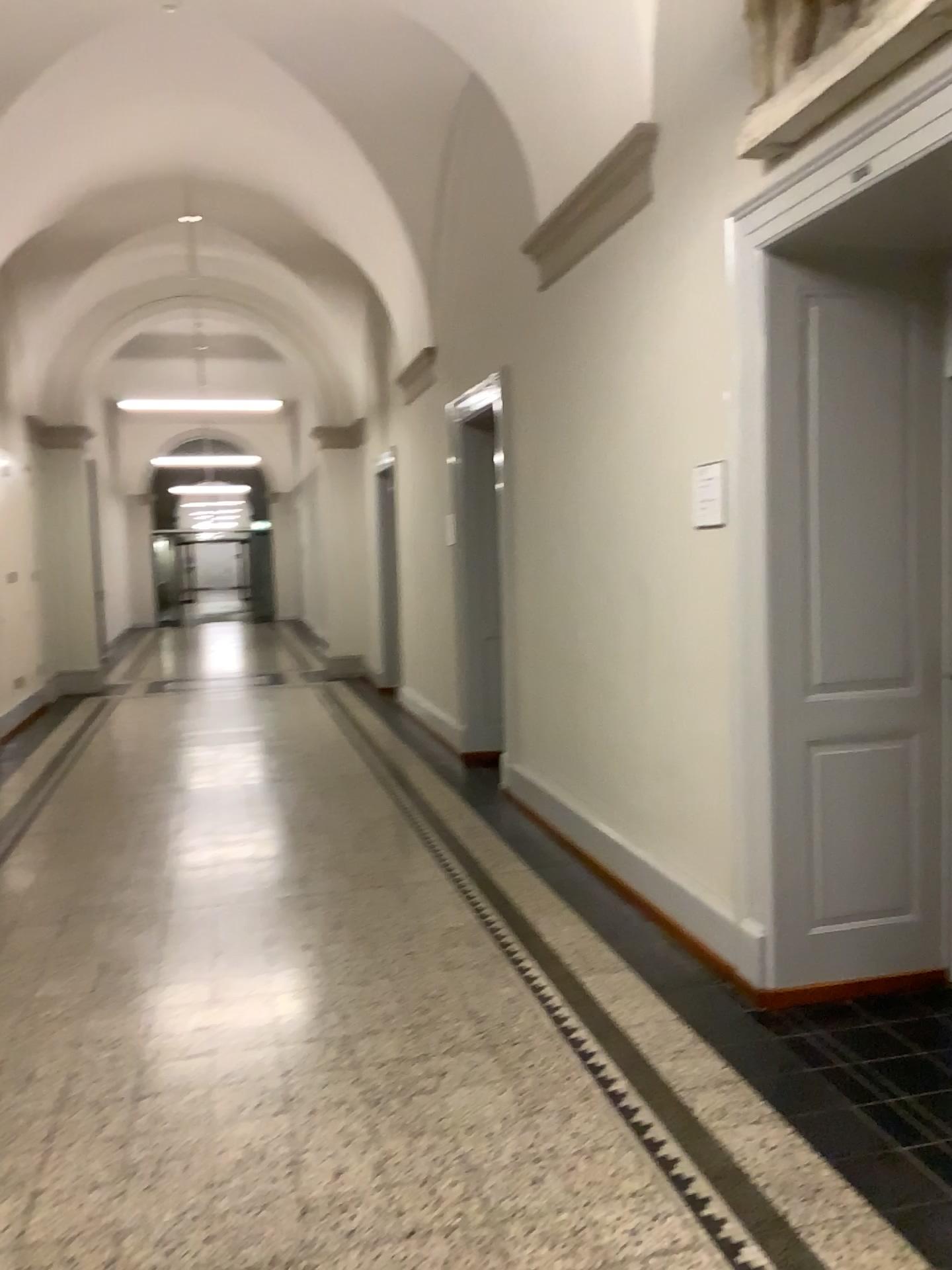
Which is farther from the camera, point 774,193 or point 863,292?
point 863,292

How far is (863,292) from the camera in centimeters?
329cm

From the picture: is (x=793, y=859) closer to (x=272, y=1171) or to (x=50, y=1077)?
(x=272, y=1171)

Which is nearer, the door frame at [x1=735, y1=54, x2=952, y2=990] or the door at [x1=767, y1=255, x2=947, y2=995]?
the door frame at [x1=735, y1=54, x2=952, y2=990]

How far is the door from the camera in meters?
3.3 m
